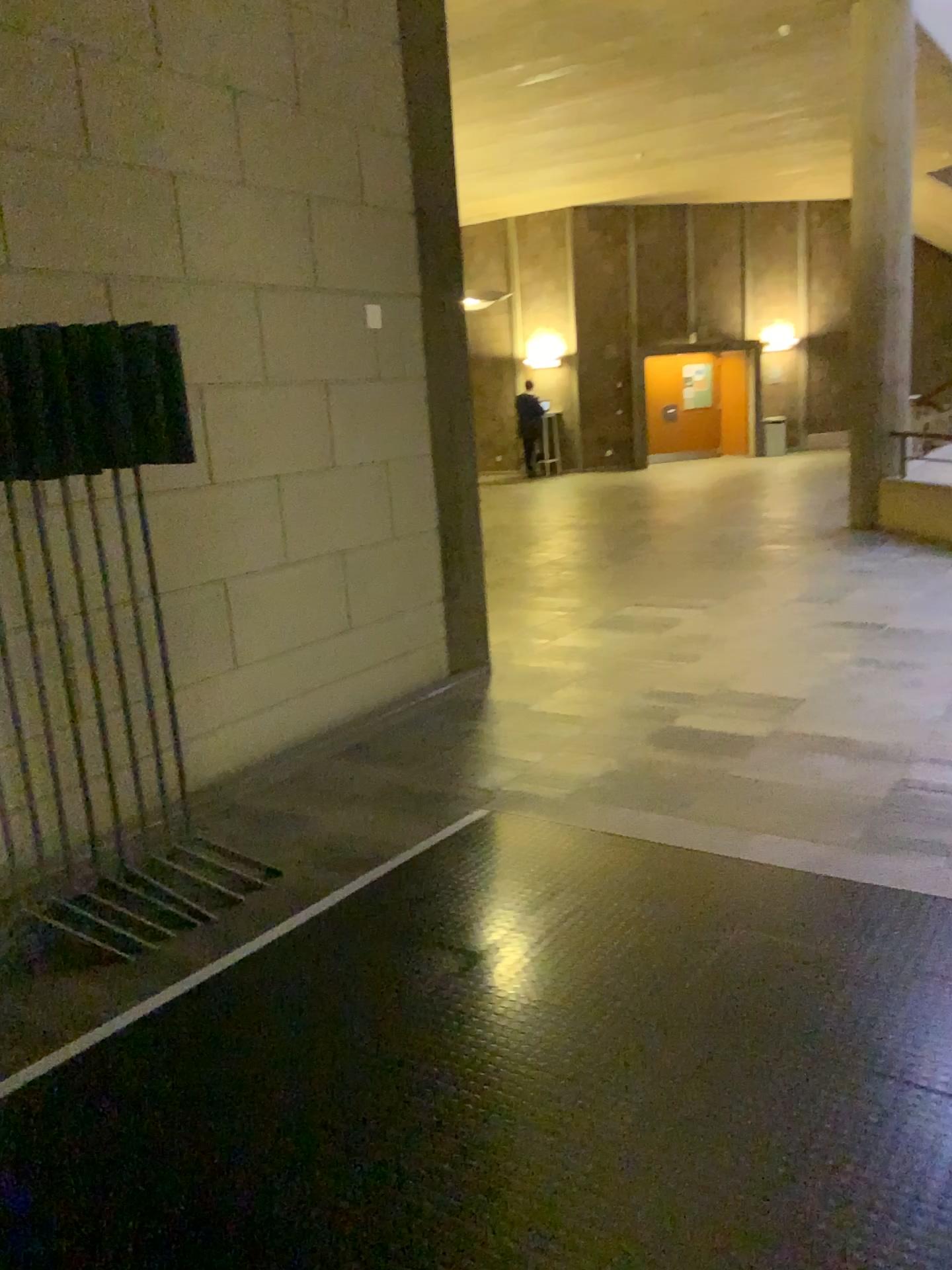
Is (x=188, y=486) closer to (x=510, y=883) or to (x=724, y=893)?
(x=510, y=883)
